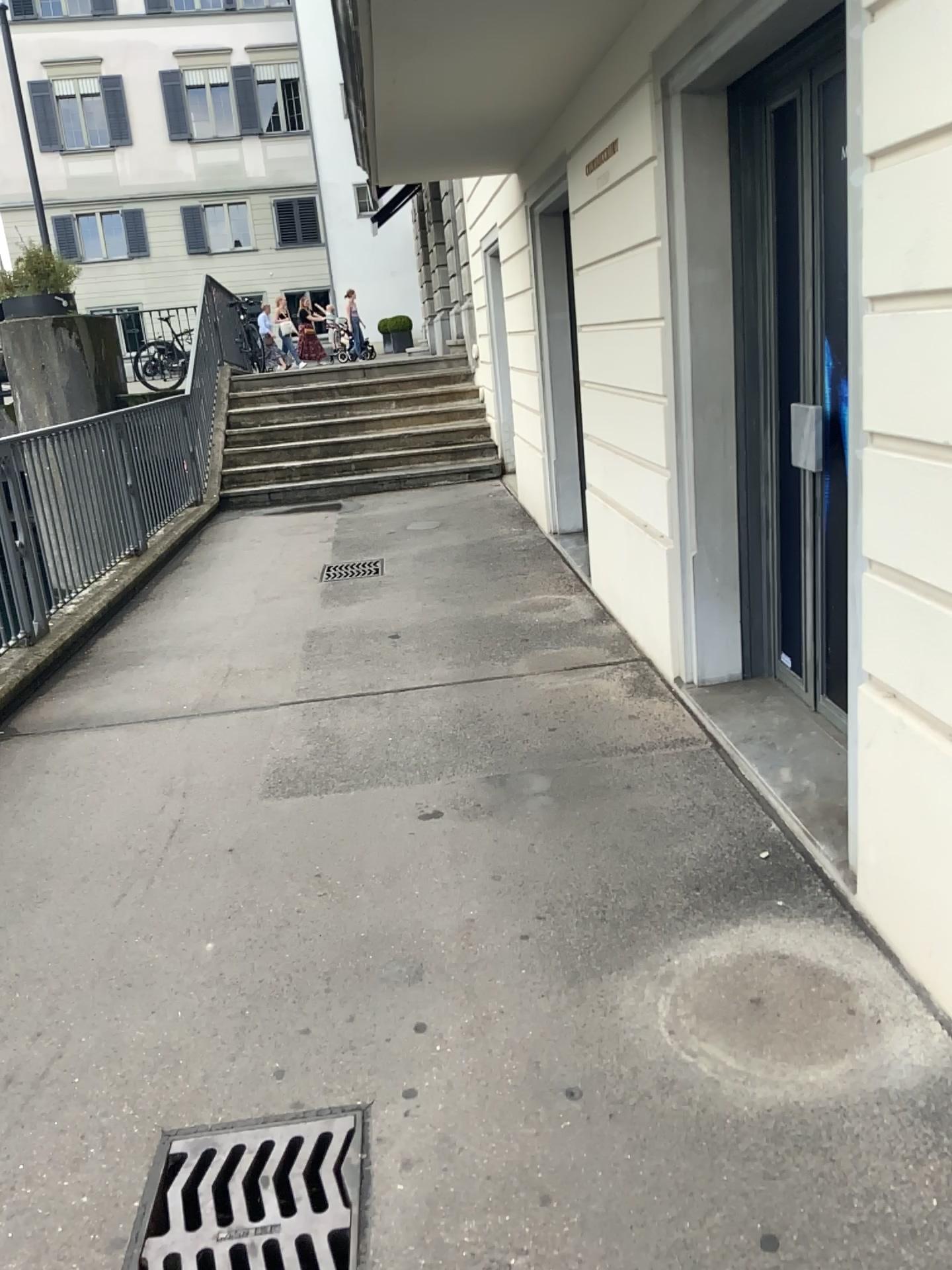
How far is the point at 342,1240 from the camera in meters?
1.8 m

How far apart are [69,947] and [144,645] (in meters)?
2.94

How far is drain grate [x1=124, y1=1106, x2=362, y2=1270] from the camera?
1.78m
